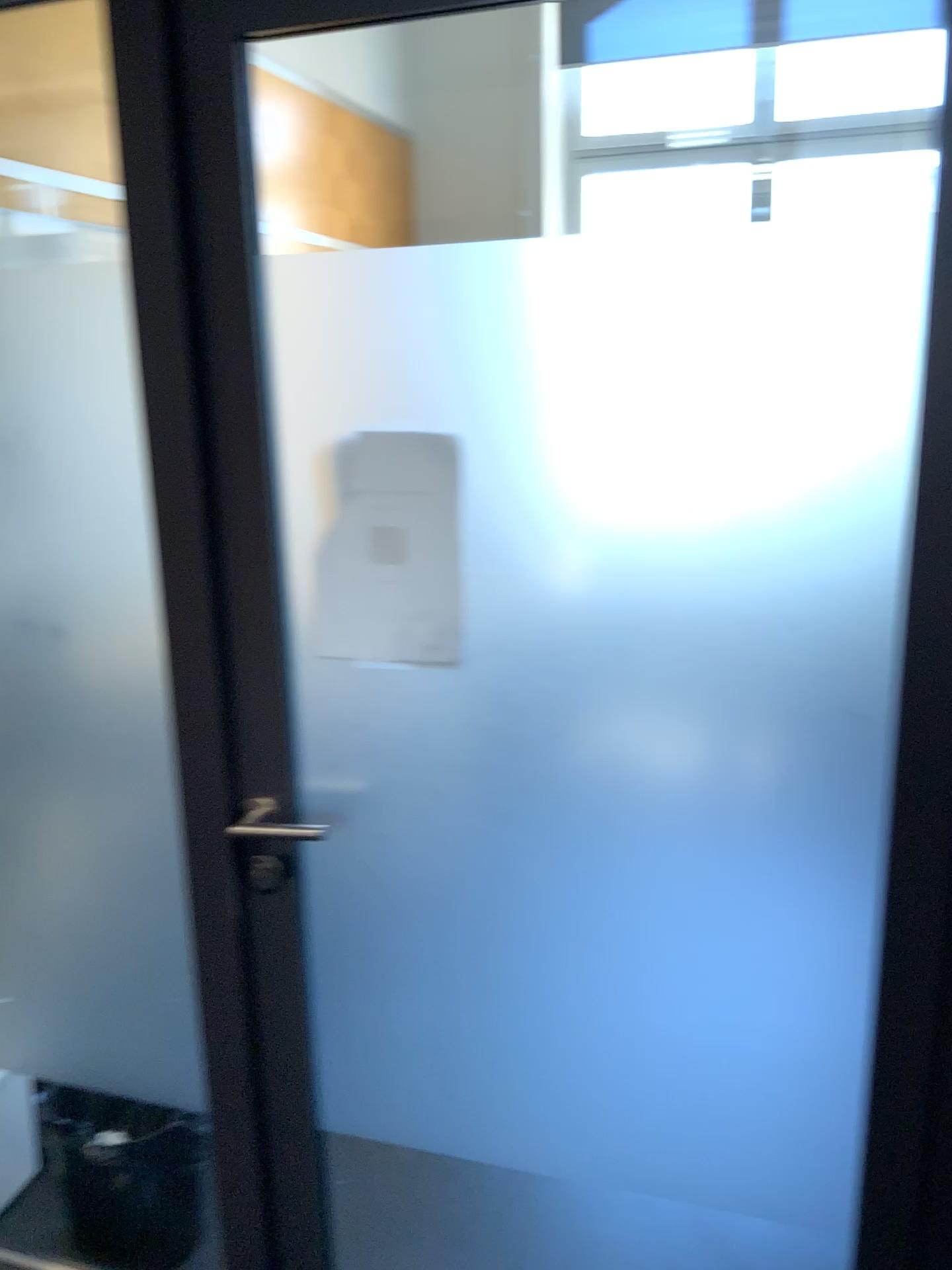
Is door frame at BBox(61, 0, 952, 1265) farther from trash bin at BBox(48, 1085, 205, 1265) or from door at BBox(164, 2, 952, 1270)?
trash bin at BBox(48, 1085, 205, 1265)

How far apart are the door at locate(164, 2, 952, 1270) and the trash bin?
0.3 meters

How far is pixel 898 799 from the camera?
1.2 meters

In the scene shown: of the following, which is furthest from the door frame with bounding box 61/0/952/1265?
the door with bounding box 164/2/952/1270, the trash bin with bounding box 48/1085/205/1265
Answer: the trash bin with bounding box 48/1085/205/1265

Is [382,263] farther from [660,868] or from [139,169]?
[660,868]

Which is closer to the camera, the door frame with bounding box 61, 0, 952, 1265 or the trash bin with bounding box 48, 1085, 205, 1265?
the door frame with bounding box 61, 0, 952, 1265

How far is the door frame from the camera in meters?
1.2

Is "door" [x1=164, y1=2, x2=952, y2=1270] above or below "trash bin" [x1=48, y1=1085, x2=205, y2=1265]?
above

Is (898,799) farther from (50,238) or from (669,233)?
(50,238)

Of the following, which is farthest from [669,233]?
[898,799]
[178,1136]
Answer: [178,1136]
